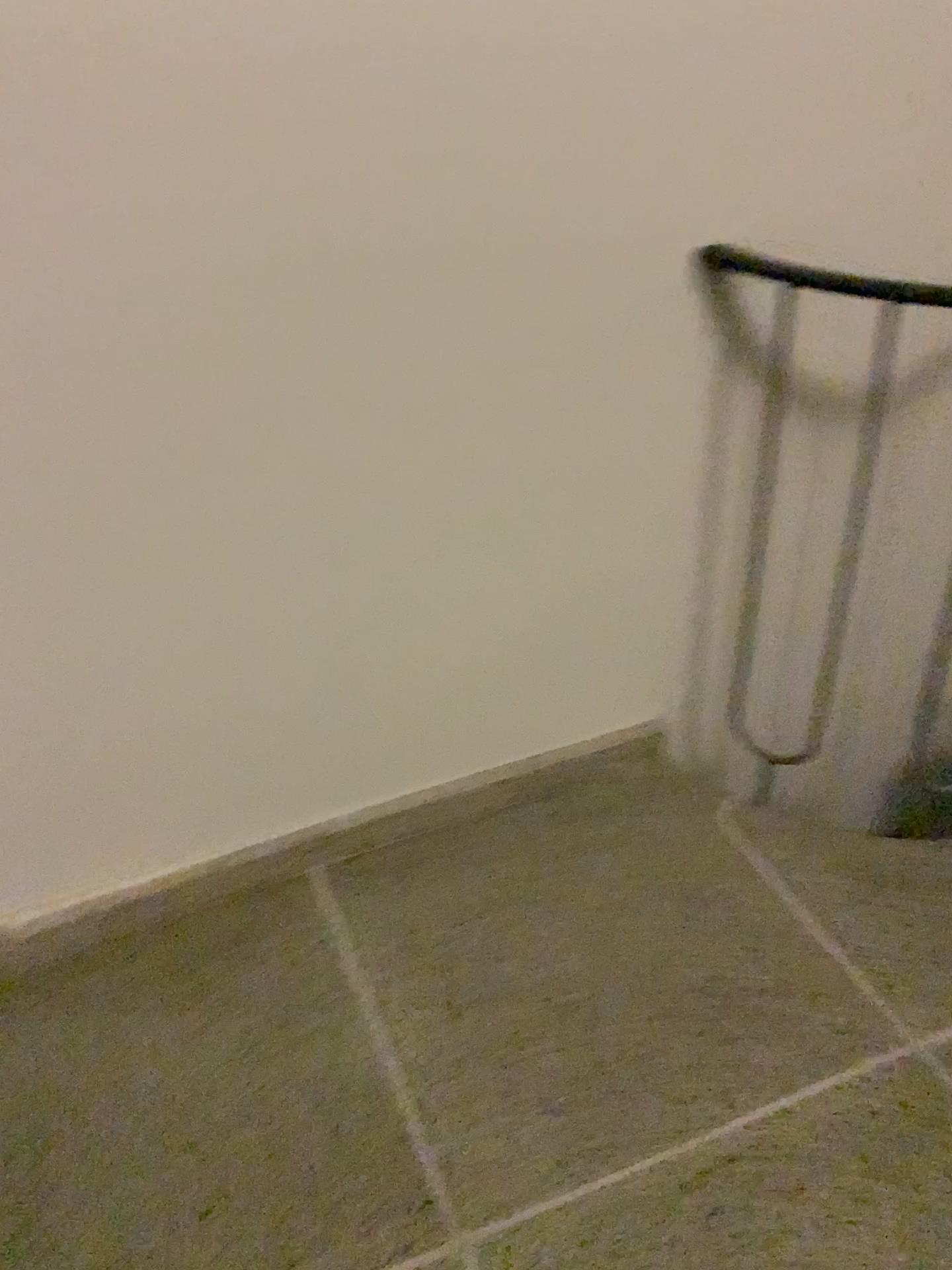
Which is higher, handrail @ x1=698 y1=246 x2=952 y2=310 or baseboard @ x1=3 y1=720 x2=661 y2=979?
handrail @ x1=698 y1=246 x2=952 y2=310

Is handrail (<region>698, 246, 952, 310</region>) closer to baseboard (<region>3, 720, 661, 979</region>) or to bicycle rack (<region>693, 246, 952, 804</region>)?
bicycle rack (<region>693, 246, 952, 804</region>)

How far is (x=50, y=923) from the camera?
1.66m

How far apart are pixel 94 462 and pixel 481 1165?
1.0 meters

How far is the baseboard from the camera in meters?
1.7 m

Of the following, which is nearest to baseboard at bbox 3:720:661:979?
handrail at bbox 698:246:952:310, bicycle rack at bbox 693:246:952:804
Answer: bicycle rack at bbox 693:246:952:804

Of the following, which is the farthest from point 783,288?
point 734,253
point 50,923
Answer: point 50,923

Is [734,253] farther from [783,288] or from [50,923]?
[50,923]
